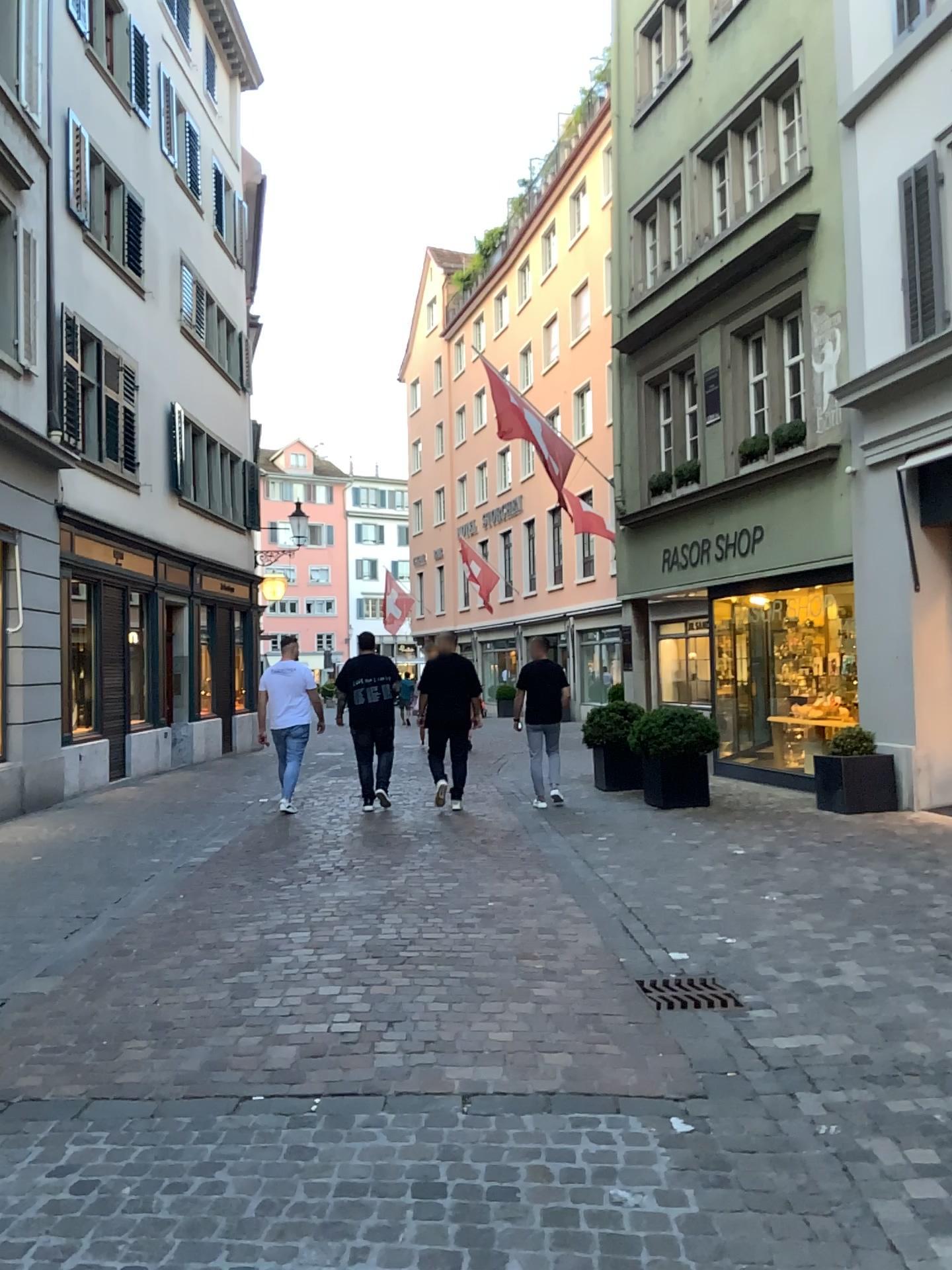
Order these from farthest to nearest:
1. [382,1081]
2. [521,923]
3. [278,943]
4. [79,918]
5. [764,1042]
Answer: [79,918]
[521,923]
[278,943]
[764,1042]
[382,1081]

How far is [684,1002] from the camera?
4.1m

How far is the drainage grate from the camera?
4.1m
